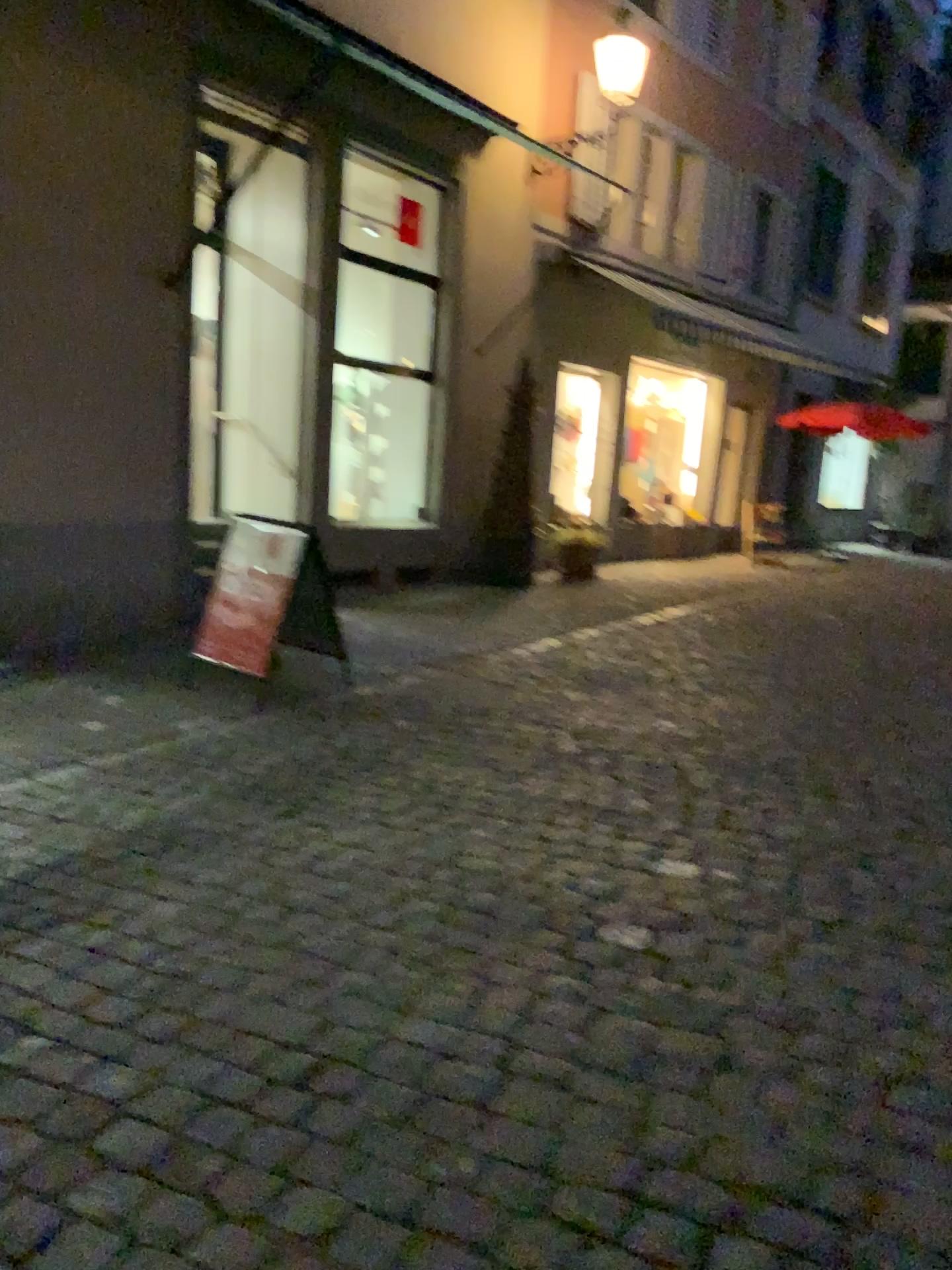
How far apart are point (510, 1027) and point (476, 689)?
3.67m
